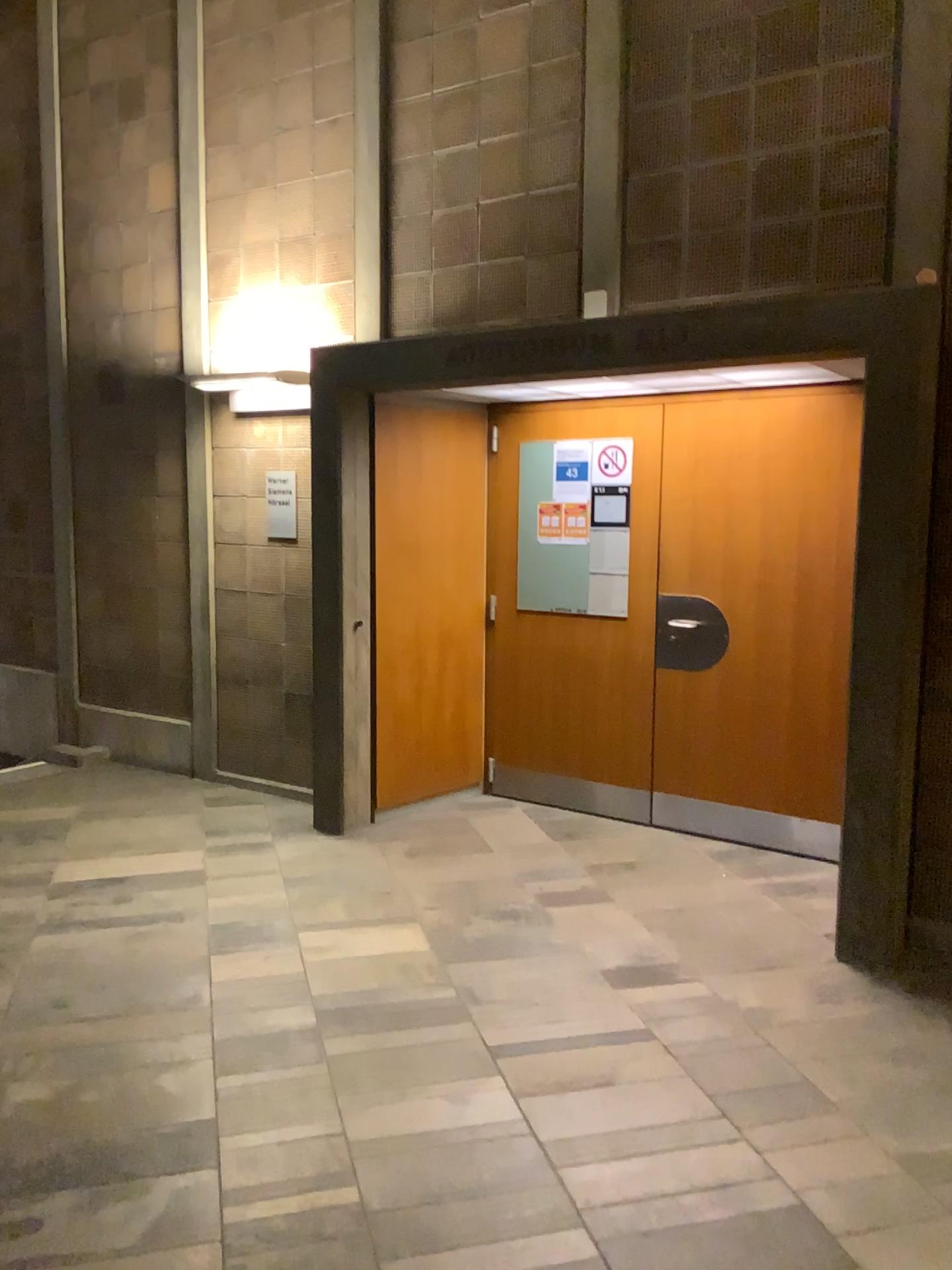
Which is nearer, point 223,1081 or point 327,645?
point 223,1081

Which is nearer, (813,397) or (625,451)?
(813,397)

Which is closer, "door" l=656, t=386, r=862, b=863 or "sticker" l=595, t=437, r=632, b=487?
"door" l=656, t=386, r=862, b=863
